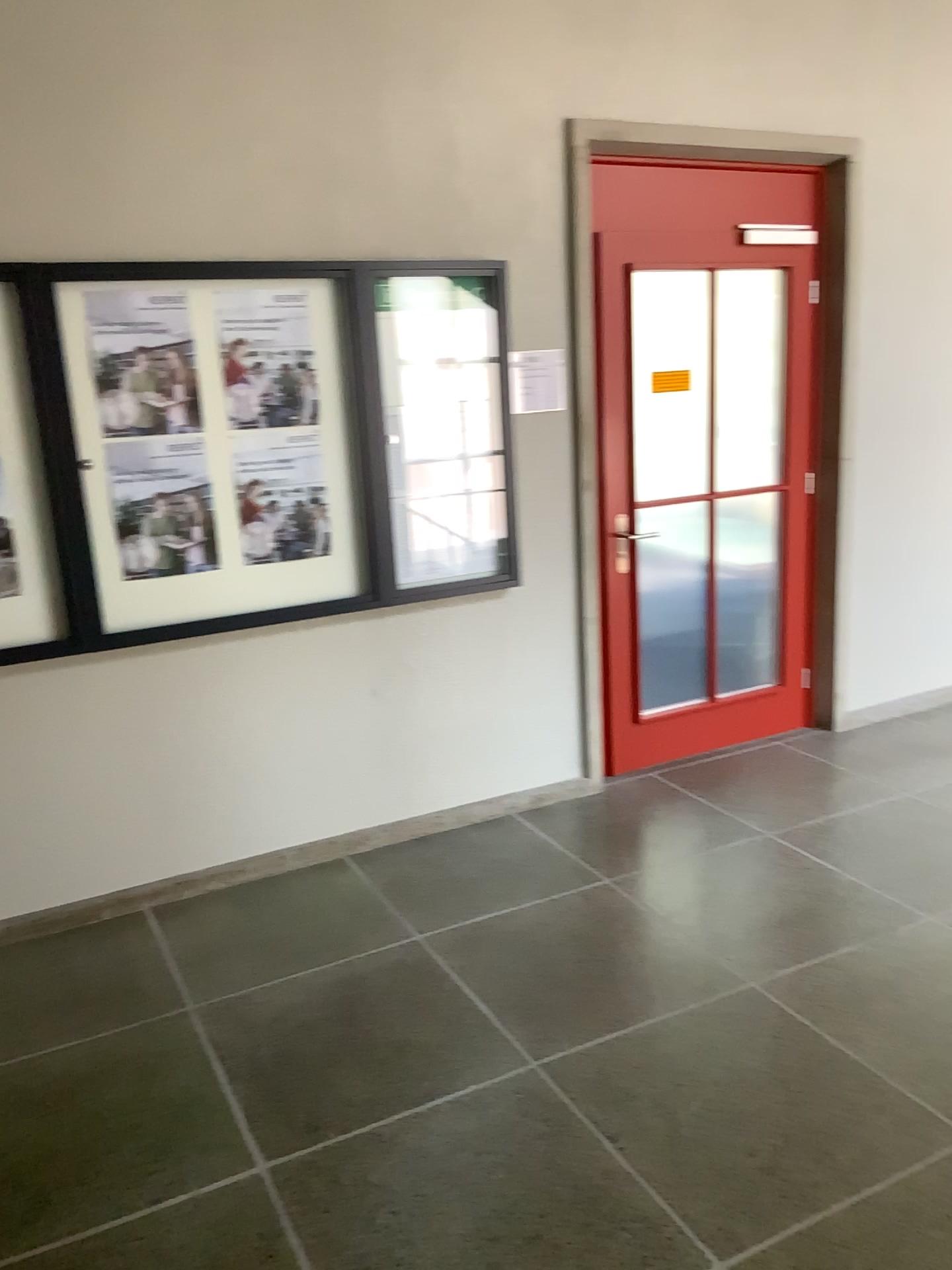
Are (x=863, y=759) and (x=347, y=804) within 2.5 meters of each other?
yes

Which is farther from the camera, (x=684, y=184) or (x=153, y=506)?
(x=684, y=184)

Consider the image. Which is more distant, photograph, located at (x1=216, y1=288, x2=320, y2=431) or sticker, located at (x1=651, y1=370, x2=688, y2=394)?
sticker, located at (x1=651, y1=370, x2=688, y2=394)

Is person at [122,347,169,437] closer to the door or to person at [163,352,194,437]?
person at [163,352,194,437]

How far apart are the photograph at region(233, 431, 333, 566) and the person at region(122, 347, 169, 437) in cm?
27

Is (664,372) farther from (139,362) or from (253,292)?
(139,362)

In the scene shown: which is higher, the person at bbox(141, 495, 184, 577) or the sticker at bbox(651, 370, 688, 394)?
the sticker at bbox(651, 370, 688, 394)

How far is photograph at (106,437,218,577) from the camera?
3.21m

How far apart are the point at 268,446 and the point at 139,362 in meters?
0.5

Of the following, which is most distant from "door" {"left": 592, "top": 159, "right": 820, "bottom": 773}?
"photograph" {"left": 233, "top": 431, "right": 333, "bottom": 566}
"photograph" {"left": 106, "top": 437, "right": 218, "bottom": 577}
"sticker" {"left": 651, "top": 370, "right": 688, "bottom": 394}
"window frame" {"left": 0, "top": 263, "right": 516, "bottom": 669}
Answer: "photograph" {"left": 106, "top": 437, "right": 218, "bottom": 577}
